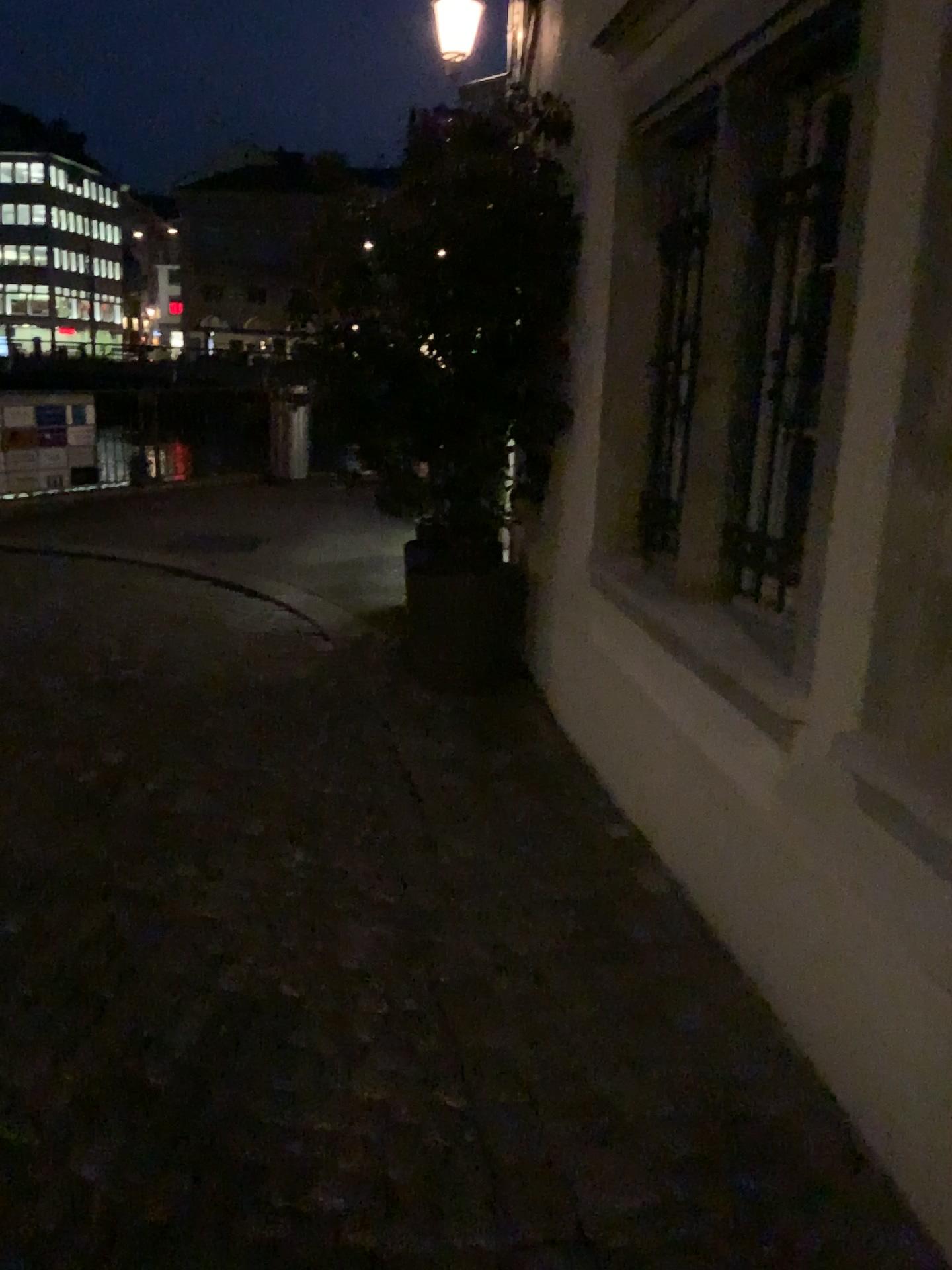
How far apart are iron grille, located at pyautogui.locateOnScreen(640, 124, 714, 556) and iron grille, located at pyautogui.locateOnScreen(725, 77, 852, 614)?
0.5 meters

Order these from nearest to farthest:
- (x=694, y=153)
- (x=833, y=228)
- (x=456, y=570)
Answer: (x=833, y=228)
(x=694, y=153)
(x=456, y=570)

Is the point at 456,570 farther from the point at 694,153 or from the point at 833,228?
the point at 833,228

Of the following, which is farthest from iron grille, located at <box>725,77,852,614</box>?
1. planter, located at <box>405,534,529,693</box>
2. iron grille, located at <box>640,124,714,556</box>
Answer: A: planter, located at <box>405,534,529,693</box>

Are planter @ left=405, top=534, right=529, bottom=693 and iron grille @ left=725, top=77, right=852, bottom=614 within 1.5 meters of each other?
no

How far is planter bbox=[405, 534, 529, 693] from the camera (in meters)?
4.56

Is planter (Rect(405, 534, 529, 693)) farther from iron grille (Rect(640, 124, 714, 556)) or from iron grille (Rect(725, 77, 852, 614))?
iron grille (Rect(725, 77, 852, 614))

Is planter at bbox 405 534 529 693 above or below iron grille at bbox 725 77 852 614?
below

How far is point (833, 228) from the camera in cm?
247

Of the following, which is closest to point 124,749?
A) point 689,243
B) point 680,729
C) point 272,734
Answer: point 272,734
